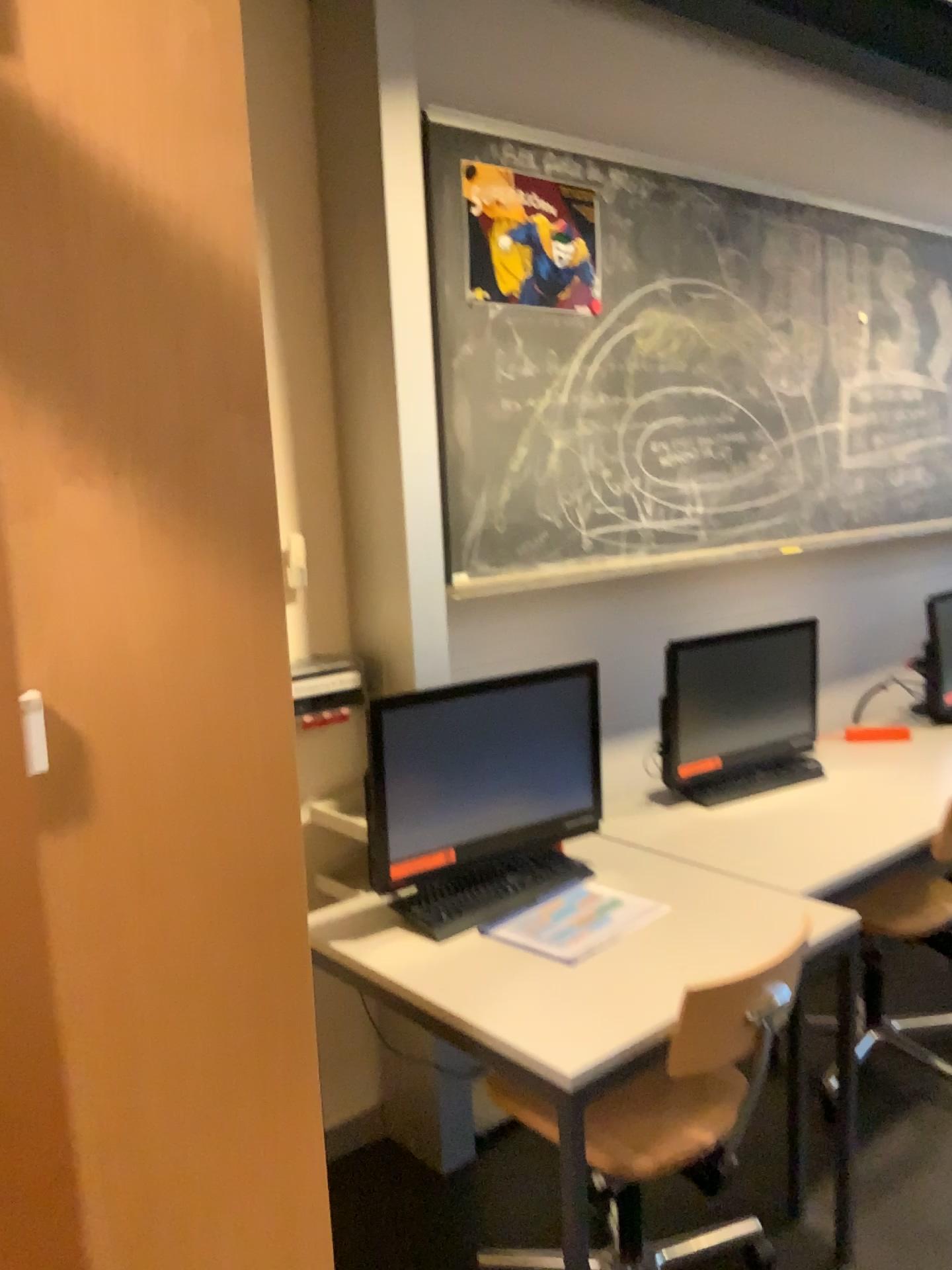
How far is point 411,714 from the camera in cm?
209

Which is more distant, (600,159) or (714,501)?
(714,501)

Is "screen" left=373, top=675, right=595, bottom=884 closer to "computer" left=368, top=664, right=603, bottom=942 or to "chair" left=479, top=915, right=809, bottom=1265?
"computer" left=368, top=664, right=603, bottom=942

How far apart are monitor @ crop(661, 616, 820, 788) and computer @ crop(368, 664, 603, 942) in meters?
0.4 m

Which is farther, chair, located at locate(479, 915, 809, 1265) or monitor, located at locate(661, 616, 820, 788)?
monitor, located at locate(661, 616, 820, 788)

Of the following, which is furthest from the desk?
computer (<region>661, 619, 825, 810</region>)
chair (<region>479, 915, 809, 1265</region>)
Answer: computer (<region>661, 619, 825, 810</region>)

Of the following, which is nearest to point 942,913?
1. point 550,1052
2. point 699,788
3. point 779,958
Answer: point 699,788

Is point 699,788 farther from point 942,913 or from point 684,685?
point 942,913

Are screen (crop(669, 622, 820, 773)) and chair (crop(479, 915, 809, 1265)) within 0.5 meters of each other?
no

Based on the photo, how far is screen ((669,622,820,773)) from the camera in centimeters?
284cm
